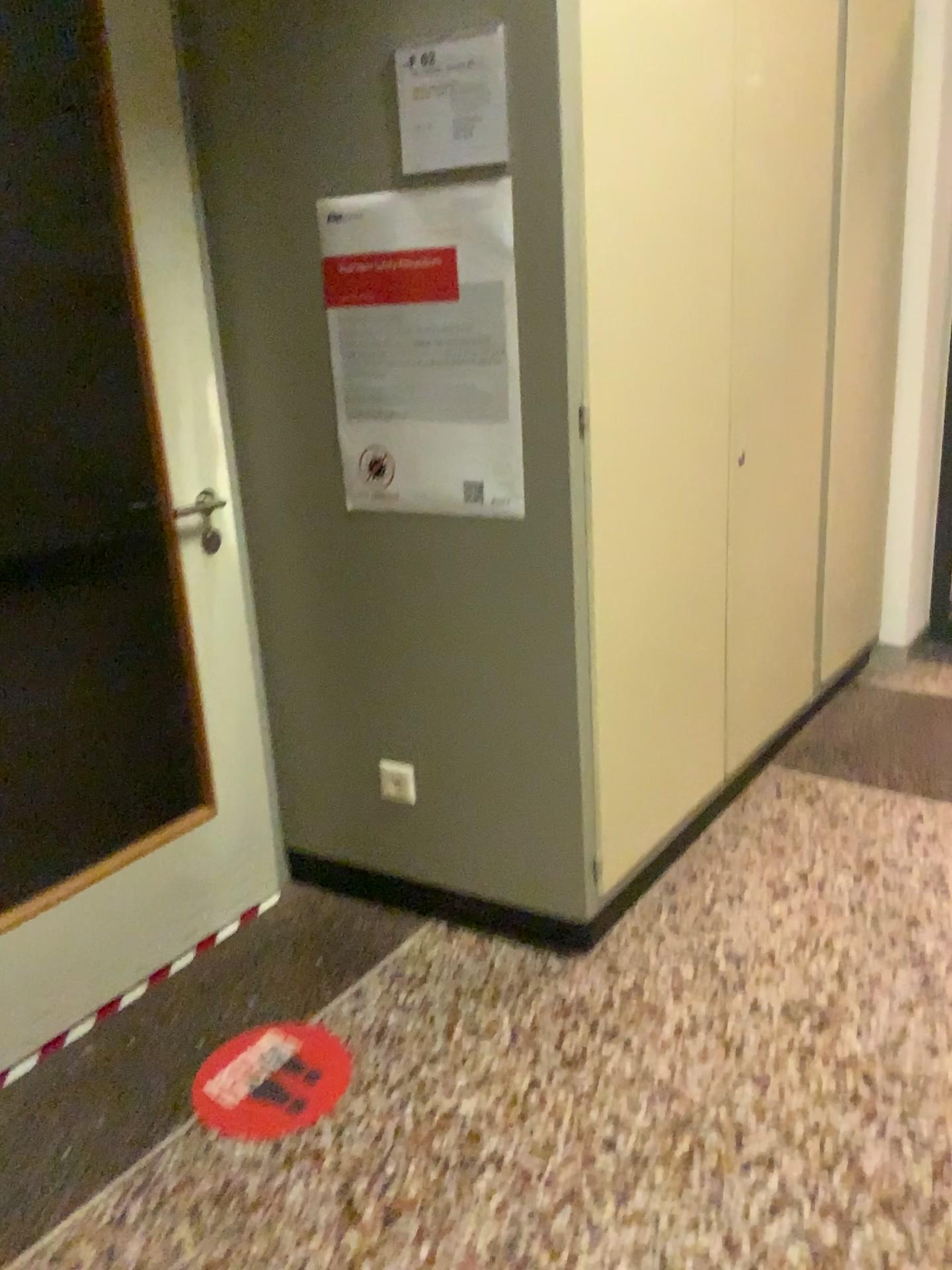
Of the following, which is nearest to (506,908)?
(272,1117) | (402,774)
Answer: (402,774)

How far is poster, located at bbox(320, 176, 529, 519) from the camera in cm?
188

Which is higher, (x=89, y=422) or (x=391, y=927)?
(x=89, y=422)

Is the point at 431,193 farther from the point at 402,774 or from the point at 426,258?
the point at 402,774

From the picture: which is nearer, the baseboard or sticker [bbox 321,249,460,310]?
sticker [bbox 321,249,460,310]

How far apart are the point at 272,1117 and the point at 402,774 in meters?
0.7 m

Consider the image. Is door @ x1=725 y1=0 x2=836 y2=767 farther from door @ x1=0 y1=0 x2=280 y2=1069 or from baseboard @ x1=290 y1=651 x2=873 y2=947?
door @ x1=0 y1=0 x2=280 y2=1069

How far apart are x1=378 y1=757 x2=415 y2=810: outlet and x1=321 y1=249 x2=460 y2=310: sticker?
0.98m

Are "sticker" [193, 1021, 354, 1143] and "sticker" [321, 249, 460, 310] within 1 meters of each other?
no

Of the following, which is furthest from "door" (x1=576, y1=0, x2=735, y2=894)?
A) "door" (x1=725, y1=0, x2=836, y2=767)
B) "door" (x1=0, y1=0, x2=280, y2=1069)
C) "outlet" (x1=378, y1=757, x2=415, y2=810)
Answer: "door" (x1=0, y1=0, x2=280, y2=1069)
